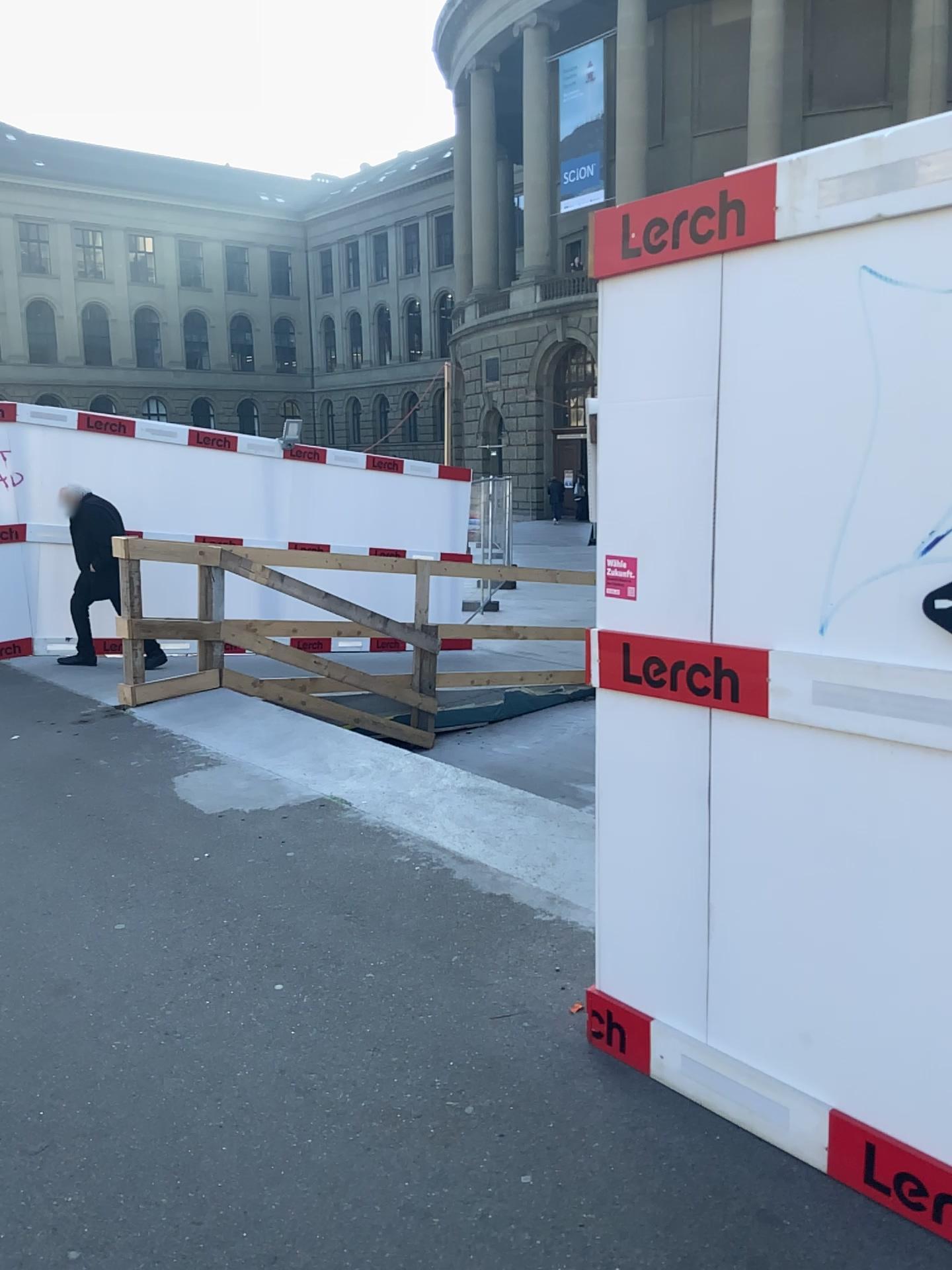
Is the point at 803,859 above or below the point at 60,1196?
above
